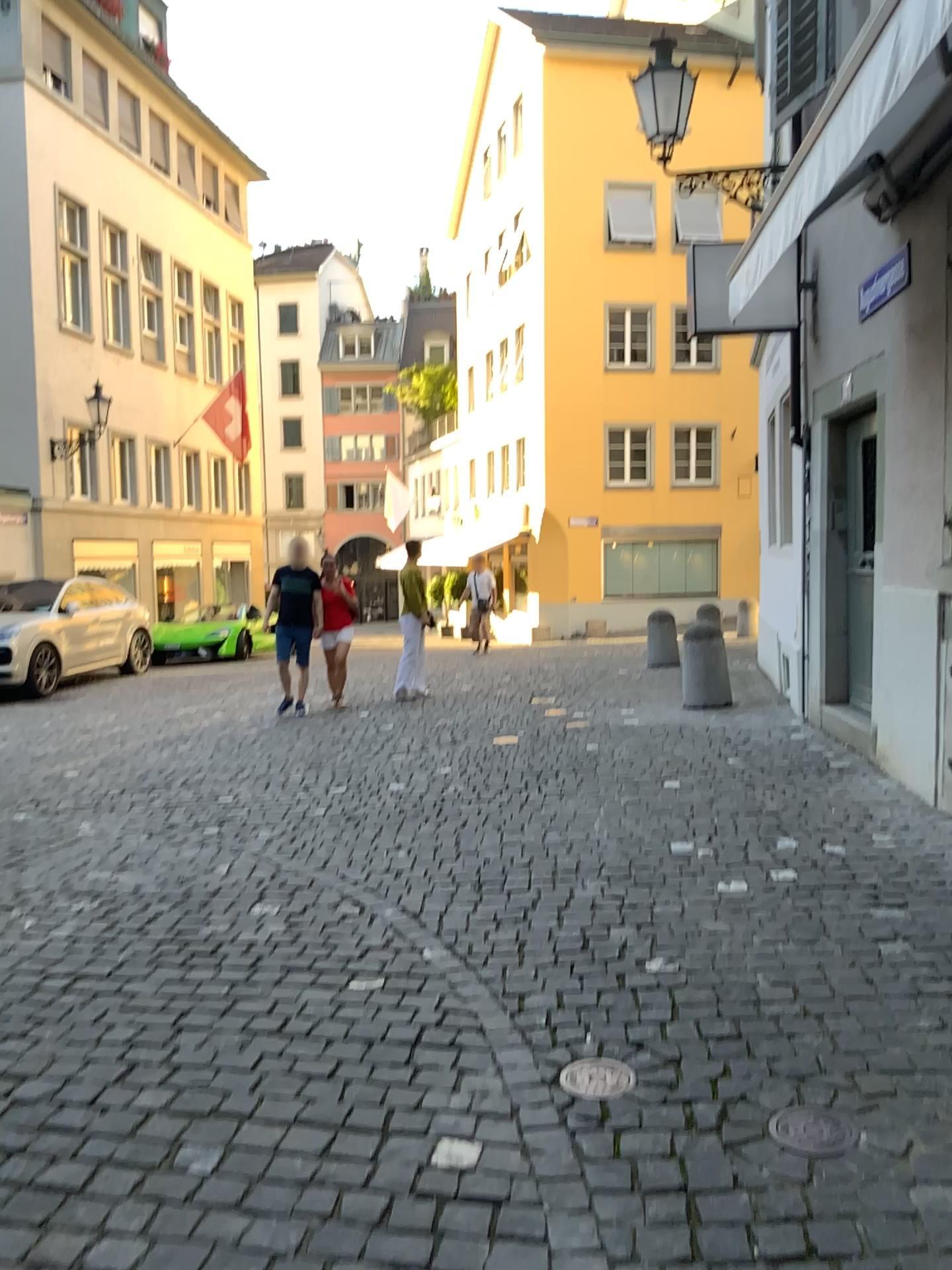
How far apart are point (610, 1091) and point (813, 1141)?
0.45m

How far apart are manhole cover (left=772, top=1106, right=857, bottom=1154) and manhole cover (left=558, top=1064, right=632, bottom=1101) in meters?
0.4

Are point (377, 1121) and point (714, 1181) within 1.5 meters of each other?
yes

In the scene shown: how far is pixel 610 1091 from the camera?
2.4m

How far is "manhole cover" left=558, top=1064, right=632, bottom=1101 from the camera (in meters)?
2.44

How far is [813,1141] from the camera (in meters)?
2.23

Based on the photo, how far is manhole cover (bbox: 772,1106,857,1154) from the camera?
2.2 meters
